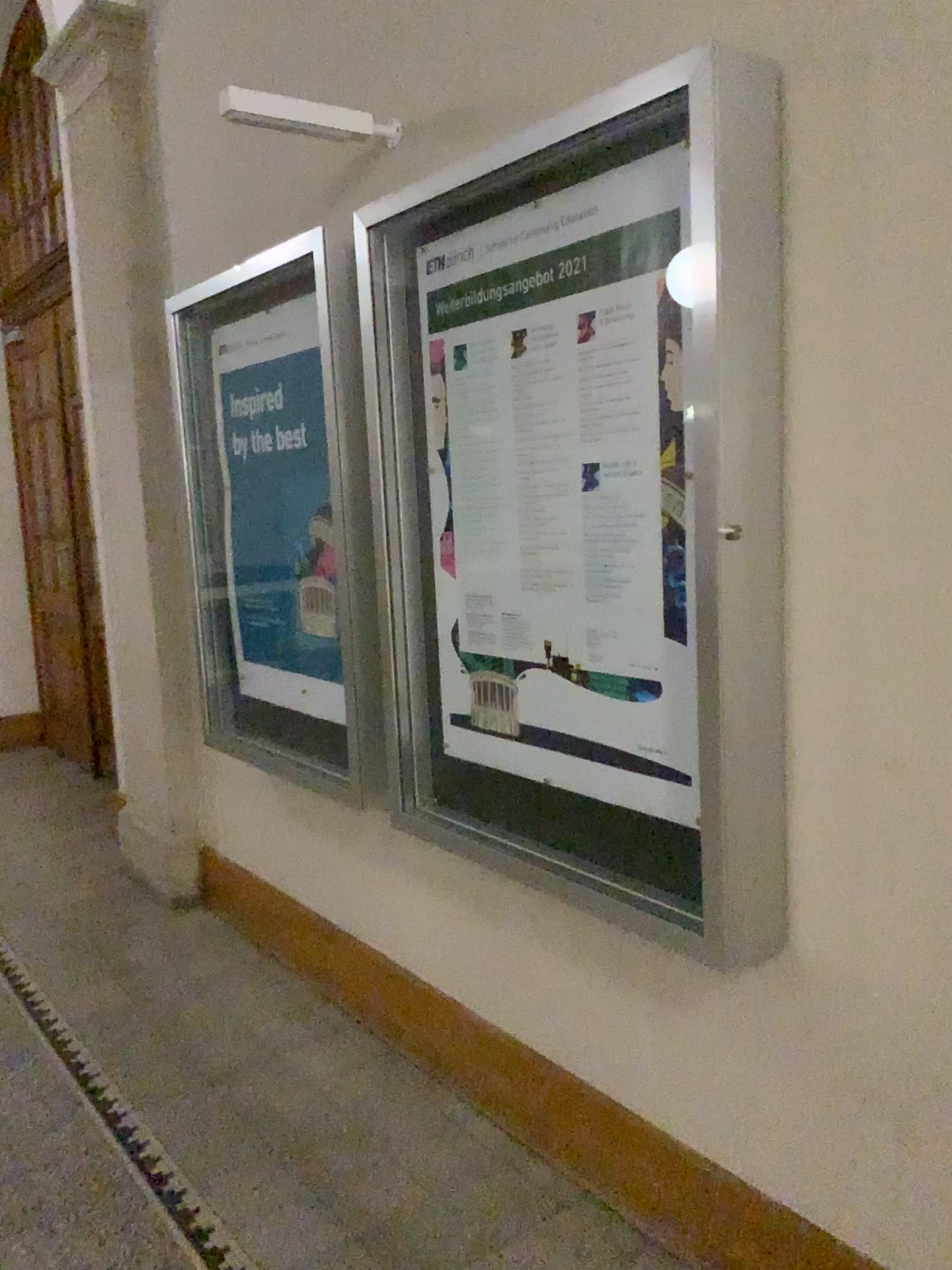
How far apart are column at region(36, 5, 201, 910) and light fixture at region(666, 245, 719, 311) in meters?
2.4 m

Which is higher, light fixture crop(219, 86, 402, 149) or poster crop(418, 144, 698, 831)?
light fixture crop(219, 86, 402, 149)

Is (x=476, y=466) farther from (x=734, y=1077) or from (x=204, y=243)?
(x=204, y=243)

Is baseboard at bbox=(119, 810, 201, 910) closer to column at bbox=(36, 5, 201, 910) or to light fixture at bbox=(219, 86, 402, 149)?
column at bbox=(36, 5, 201, 910)

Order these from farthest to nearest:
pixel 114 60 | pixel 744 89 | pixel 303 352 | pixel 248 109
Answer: pixel 114 60 < pixel 303 352 < pixel 248 109 < pixel 744 89

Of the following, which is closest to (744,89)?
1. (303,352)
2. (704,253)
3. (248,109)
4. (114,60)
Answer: (704,253)

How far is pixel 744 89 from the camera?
1.6m

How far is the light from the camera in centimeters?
167cm

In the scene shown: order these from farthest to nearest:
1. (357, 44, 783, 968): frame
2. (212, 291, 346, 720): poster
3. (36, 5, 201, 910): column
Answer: (36, 5, 201, 910): column, (212, 291, 346, 720): poster, (357, 44, 783, 968): frame

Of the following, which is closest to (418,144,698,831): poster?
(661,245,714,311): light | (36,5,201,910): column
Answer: (661,245,714,311): light
